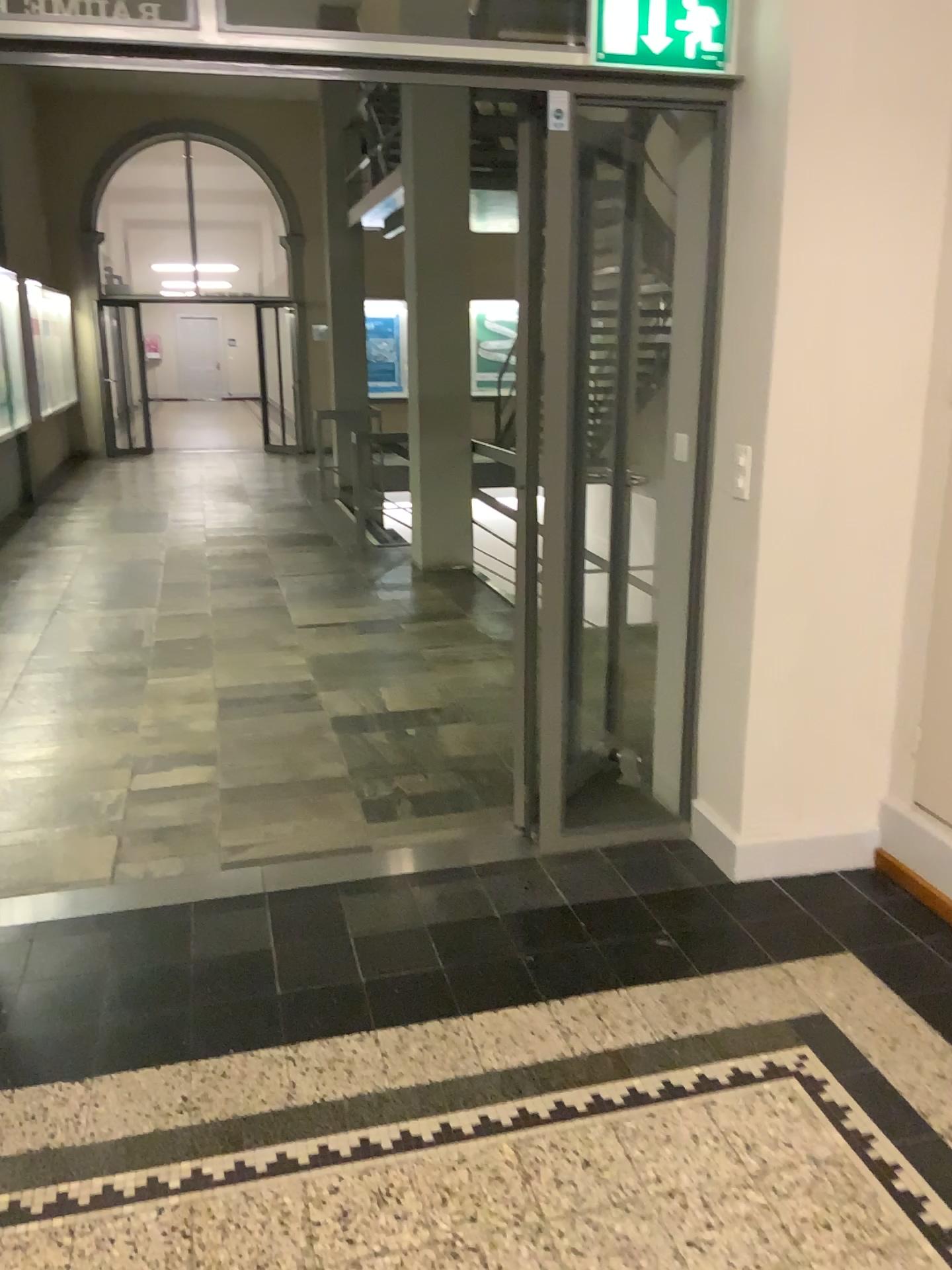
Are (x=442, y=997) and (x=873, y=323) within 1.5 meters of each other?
no
